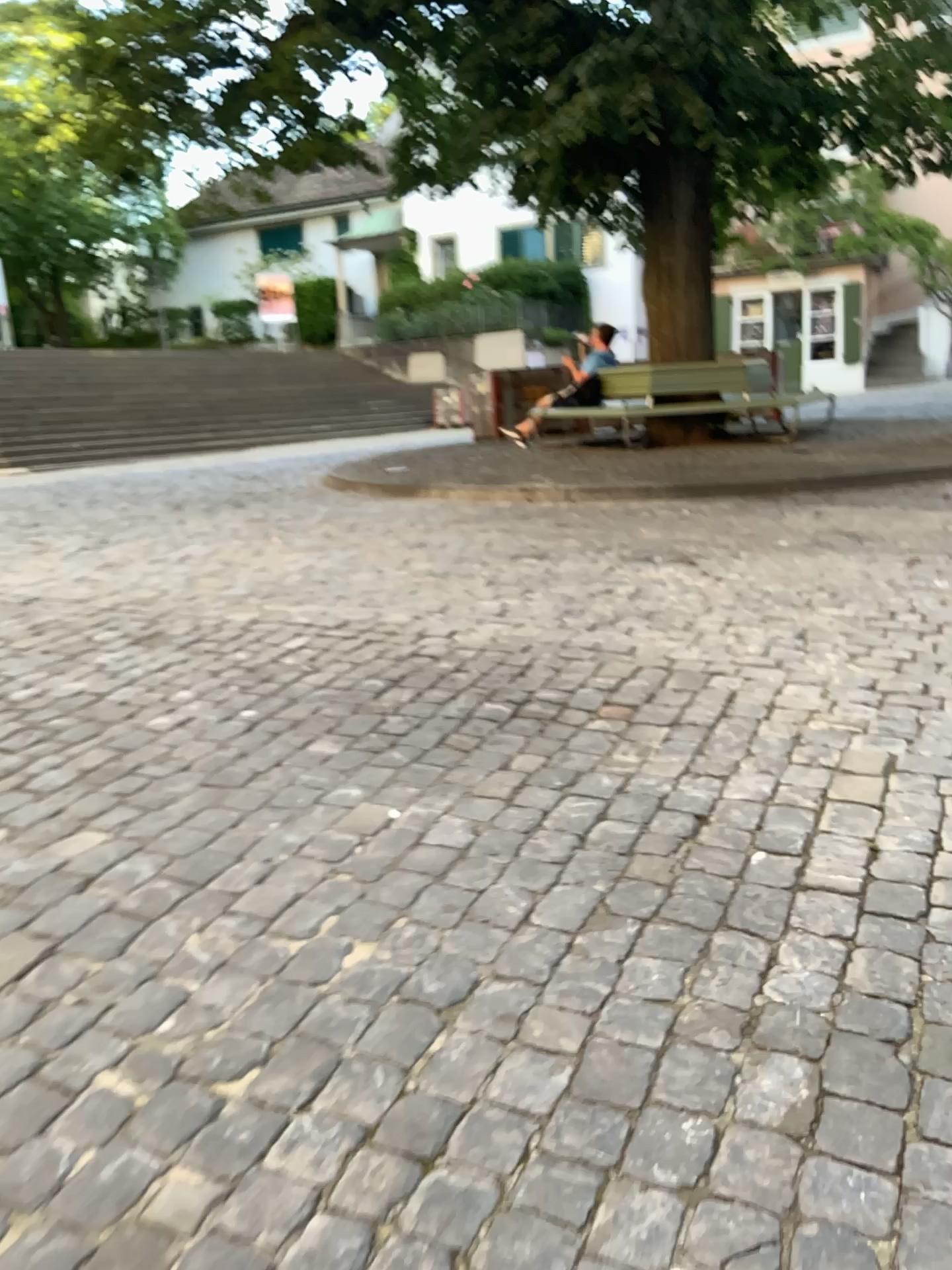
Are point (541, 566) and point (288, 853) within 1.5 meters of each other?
no
